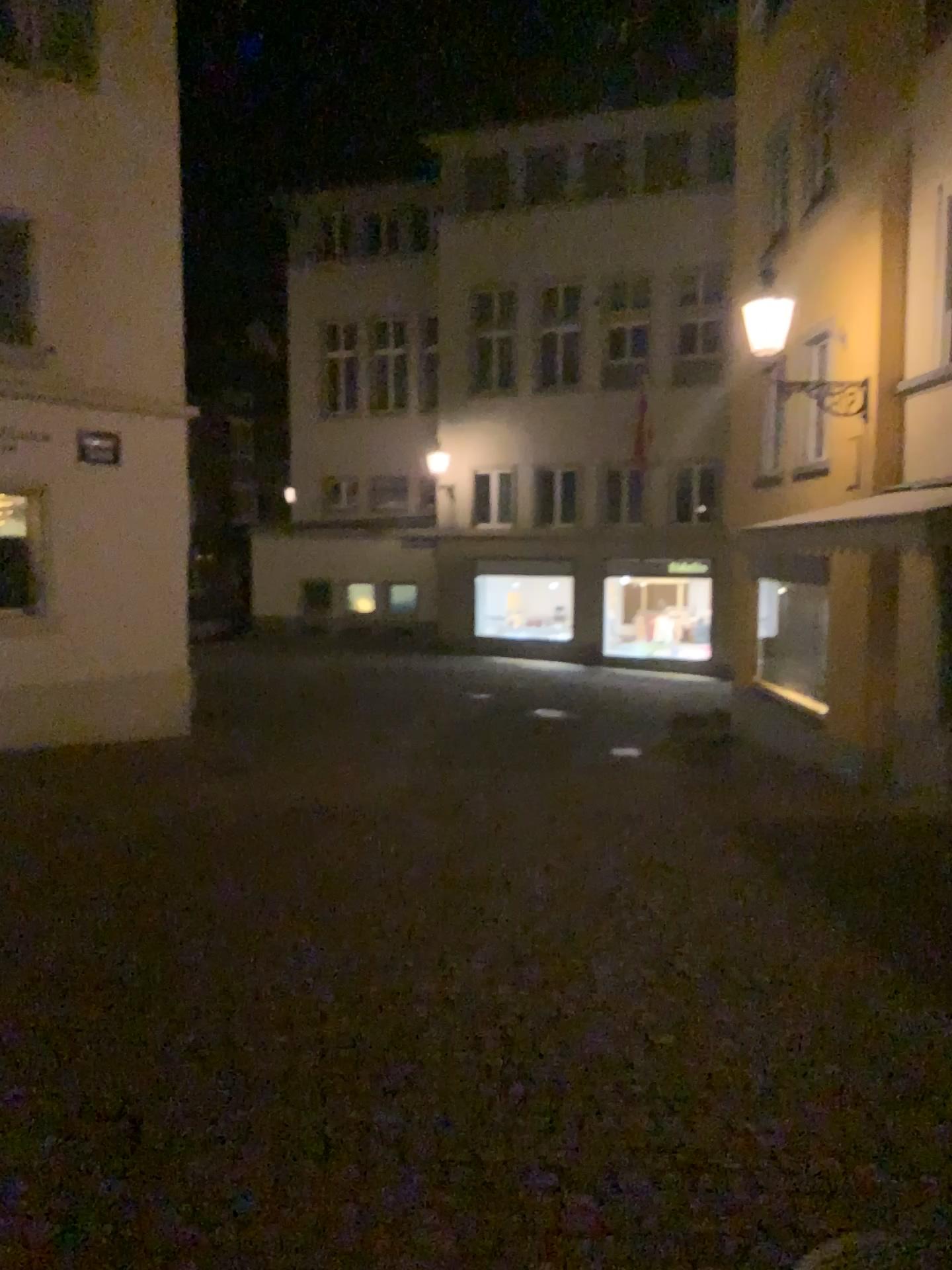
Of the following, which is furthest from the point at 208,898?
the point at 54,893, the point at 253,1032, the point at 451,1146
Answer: the point at 451,1146
